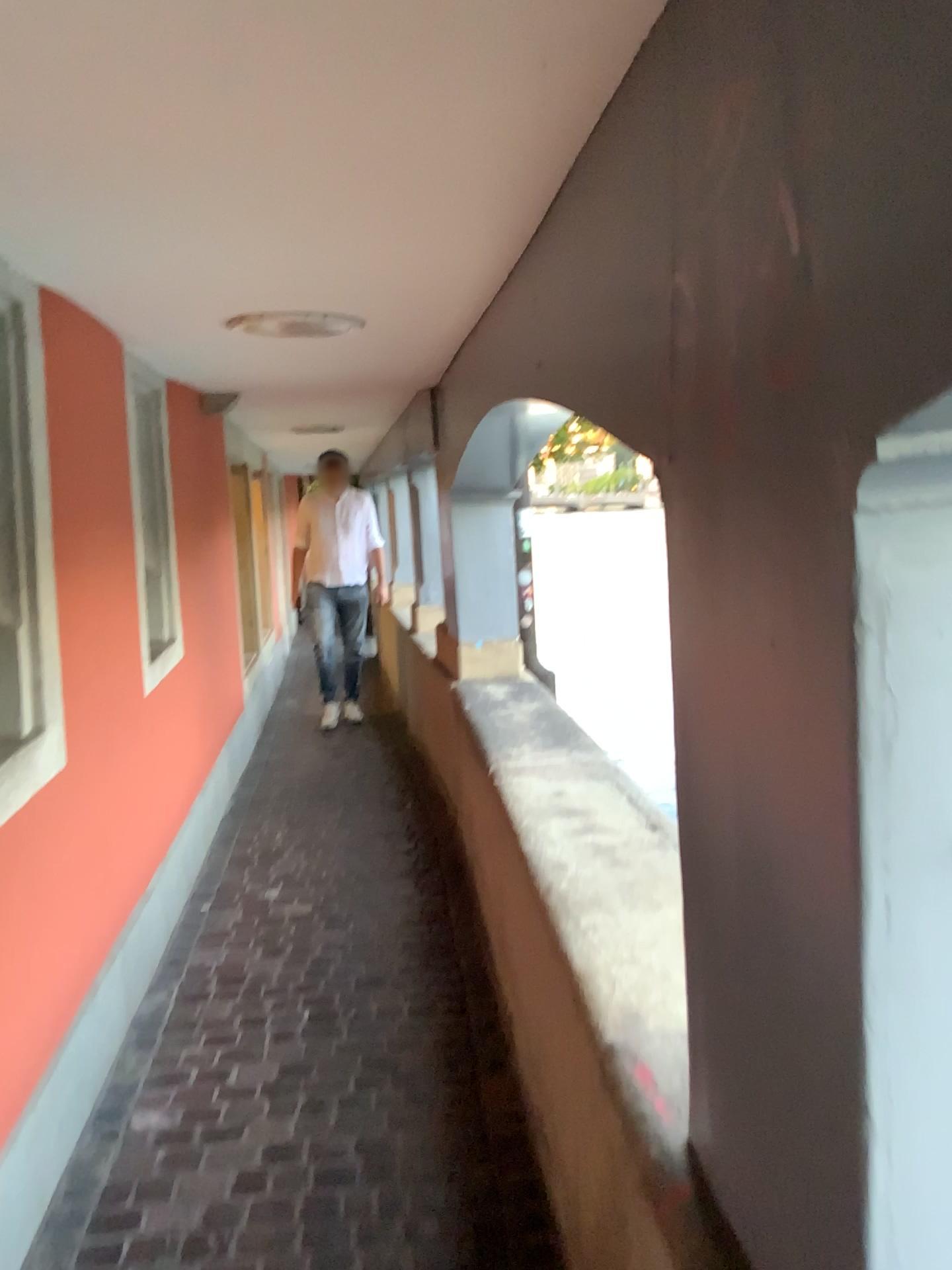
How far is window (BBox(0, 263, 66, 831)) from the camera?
2.3m

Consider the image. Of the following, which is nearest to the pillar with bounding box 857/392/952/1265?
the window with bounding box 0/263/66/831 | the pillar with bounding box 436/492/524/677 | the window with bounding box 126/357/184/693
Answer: the window with bounding box 0/263/66/831

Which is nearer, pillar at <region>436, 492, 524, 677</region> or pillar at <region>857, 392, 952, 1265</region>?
pillar at <region>857, 392, 952, 1265</region>

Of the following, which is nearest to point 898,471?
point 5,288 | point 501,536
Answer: point 5,288

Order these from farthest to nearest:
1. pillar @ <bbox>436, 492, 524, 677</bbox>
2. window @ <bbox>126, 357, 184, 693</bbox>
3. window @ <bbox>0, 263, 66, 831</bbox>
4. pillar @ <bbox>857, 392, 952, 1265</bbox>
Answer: pillar @ <bbox>436, 492, 524, 677</bbox>, window @ <bbox>126, 357, 184, 693</bbox>, window @ <bbox>0, 263, 66, 831</bbox>, pillar @ <bbox>857, 392, 952, 1265</bbox>

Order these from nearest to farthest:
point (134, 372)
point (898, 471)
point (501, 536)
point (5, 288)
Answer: point (898, 471), point (5, 288), point (134, 372), point (501, 536)

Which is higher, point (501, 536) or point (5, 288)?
point (5, 288)

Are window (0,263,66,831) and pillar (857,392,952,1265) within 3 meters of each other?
yes

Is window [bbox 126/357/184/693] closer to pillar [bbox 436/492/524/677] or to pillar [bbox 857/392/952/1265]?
pillar [bbox 436/492/524/677]

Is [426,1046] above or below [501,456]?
below
